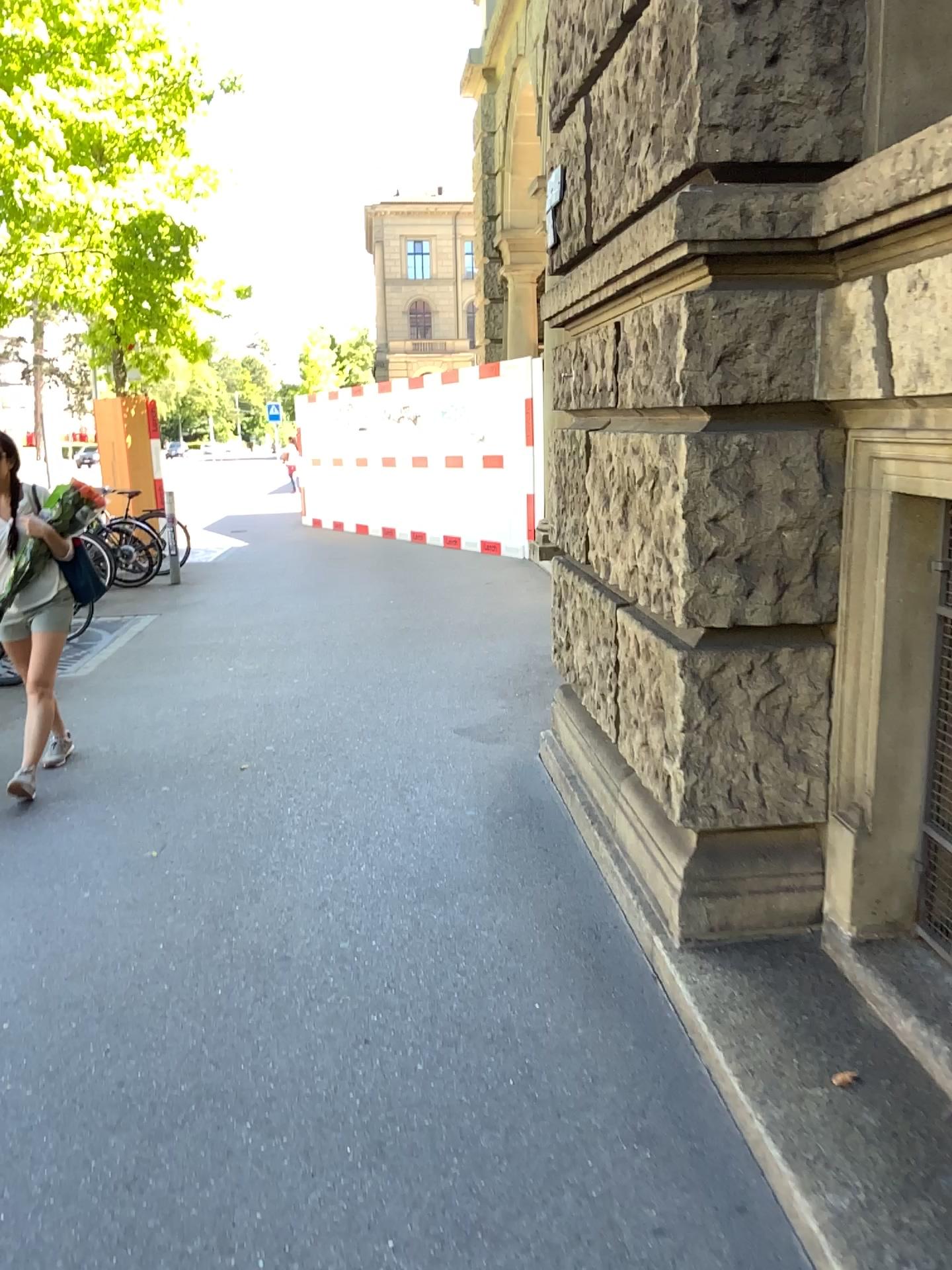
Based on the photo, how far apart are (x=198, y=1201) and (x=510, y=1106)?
0.6m
